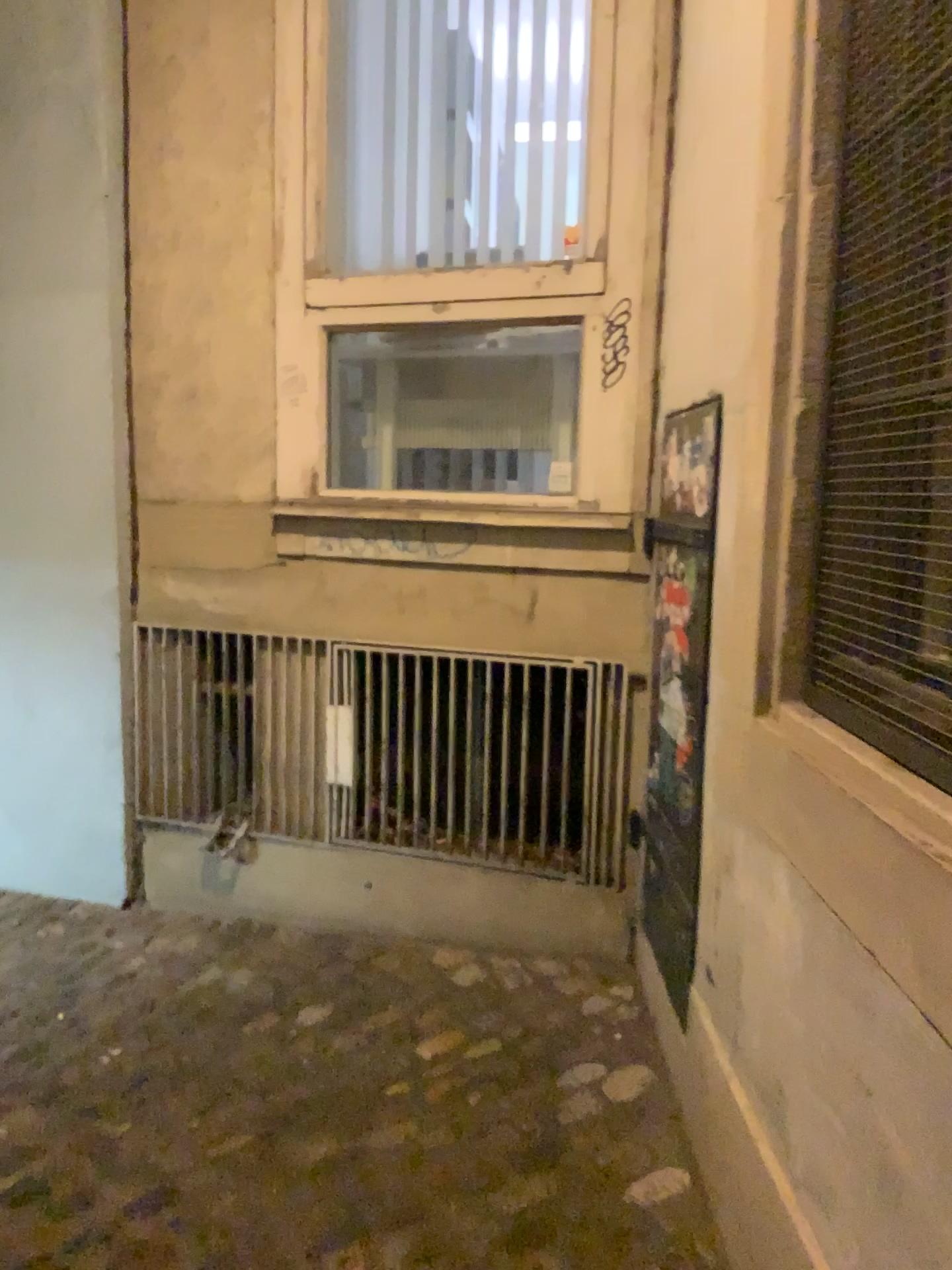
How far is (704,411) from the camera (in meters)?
2.11

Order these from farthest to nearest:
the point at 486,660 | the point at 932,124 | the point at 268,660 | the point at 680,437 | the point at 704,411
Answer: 1. the point at 268,660
2. the point at 486,660
3. the point at 680,437
4. the point at 704,411
5. the point at 932,124

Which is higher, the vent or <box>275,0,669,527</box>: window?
<box>275,0,669,527</box>: window

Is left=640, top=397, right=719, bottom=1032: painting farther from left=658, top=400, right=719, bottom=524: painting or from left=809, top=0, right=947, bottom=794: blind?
left=809, top=0, right=947, bottom=794: blind

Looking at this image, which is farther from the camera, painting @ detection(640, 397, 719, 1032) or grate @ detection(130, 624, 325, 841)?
grate @ detection(130, 624, 325, 841)

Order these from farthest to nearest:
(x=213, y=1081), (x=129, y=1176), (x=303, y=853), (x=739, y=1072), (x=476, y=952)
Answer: (x=303, y=853) → (x=476, y=952) → (x=213, y=1081) → (x=129, y=1176) → (x=739, y=1072)

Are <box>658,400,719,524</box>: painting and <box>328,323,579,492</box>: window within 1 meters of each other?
yes

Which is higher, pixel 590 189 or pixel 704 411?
pixel 590 189

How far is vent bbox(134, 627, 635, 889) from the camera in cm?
287

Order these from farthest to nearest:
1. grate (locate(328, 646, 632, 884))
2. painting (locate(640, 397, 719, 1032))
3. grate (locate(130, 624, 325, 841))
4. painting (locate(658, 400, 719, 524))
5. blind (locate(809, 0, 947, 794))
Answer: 1. grate (locate(130, 624, 325, 841))
2. grate (locate(328, 646, 632, 884))
3. painting (locate(640, 397, 719, 1032))
4. painting (locate(658, 400, 719, 524))
5. blind (locate(809, 0, 947, 794))
